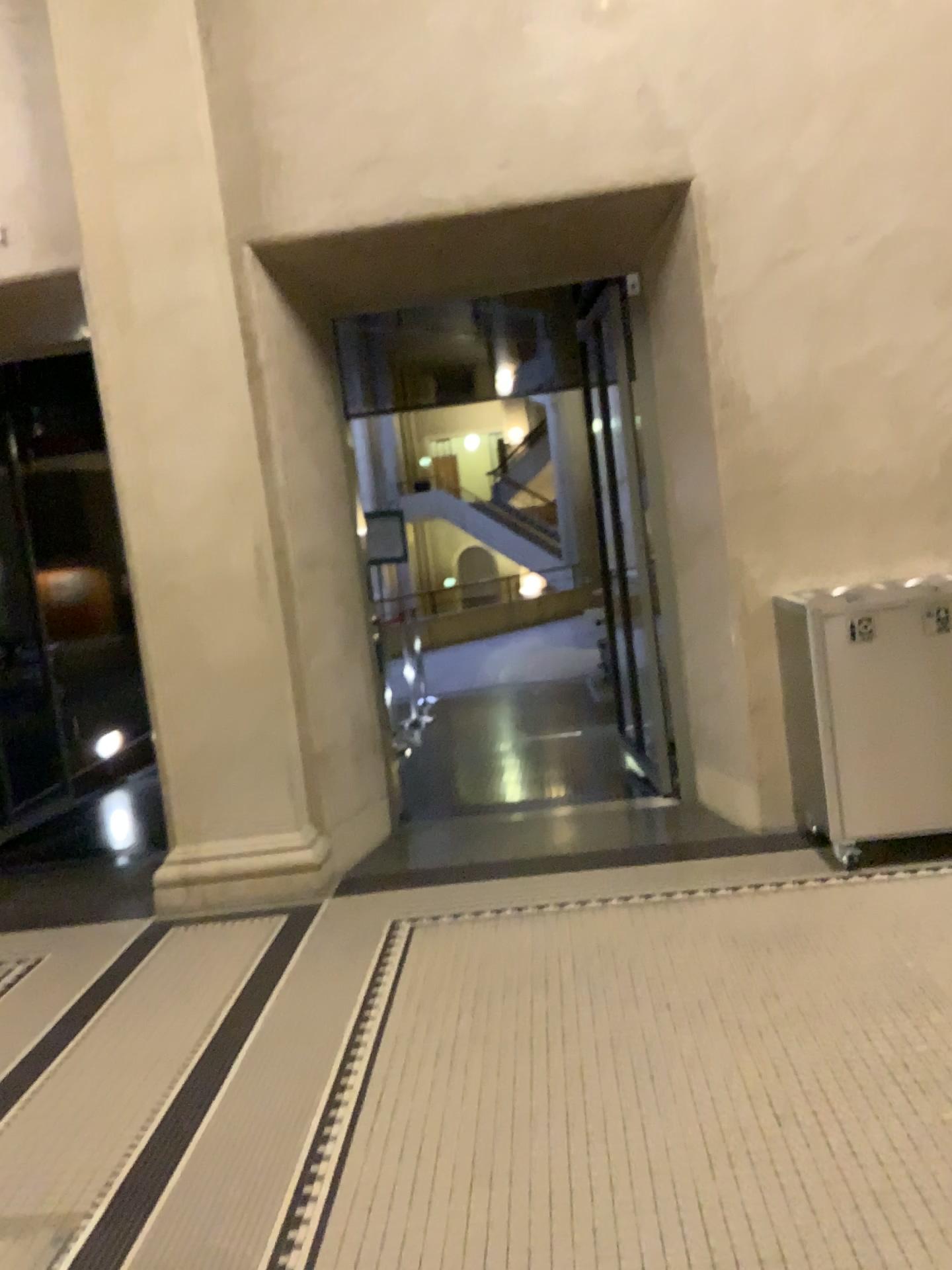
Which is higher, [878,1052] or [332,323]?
[332,323]
